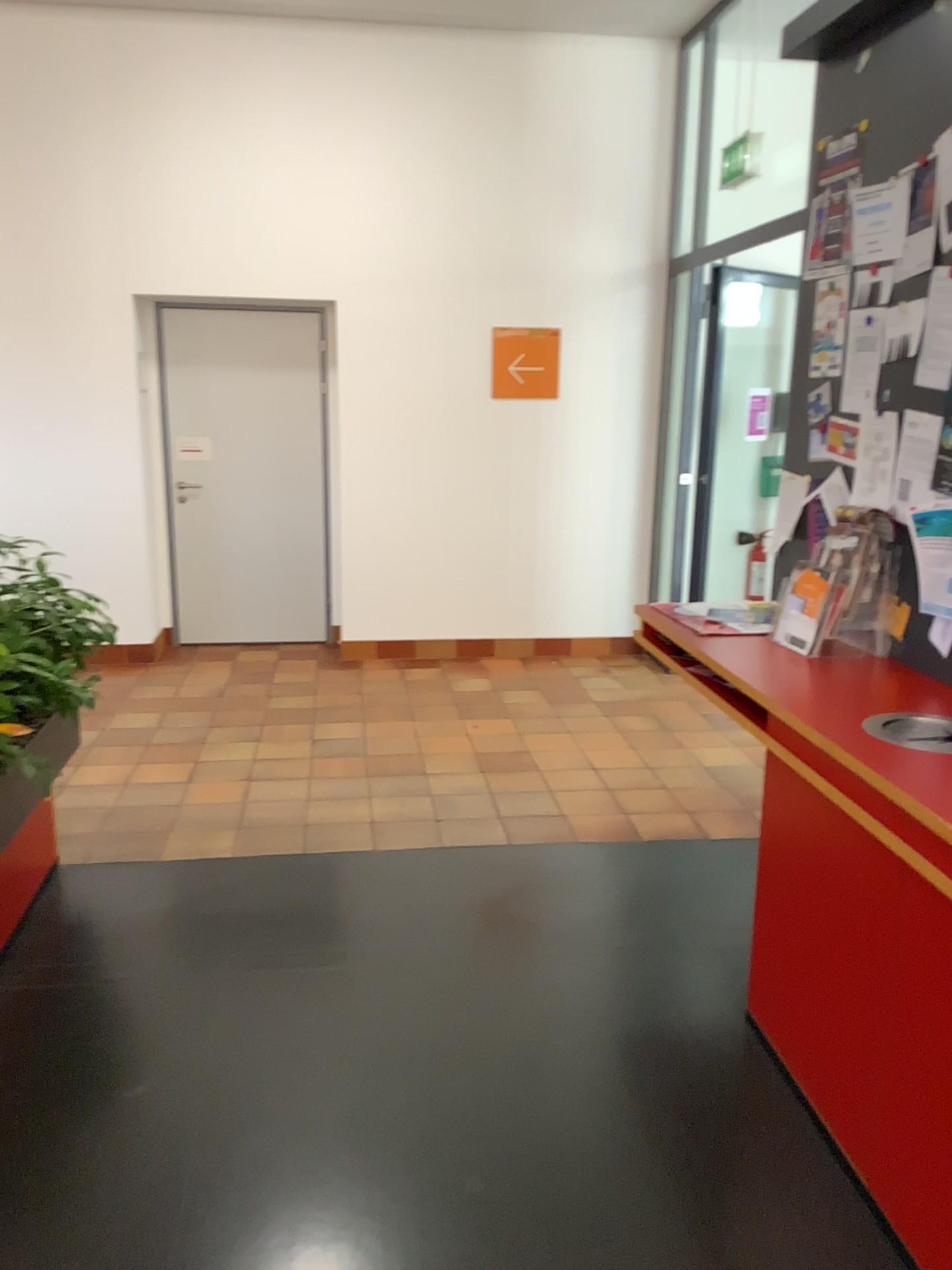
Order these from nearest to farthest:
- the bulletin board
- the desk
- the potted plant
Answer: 1. the desk
2. the bulletin board
3. the potted plant

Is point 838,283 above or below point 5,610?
above

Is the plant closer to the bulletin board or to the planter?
the planter

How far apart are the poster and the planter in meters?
2.5

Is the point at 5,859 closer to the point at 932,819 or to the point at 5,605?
the point at 5,605

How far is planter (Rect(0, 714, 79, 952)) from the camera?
3.1 meters

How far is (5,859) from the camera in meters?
3.1

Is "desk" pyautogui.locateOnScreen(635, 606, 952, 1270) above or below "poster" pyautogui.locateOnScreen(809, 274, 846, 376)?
below

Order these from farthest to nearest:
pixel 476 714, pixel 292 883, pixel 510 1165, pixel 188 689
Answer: pixel 188 689
pixel 476 714
pixel 292 883
pixel 510 1165

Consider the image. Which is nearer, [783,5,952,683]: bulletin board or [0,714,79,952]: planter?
[783,5,952,683]: bulletin board
